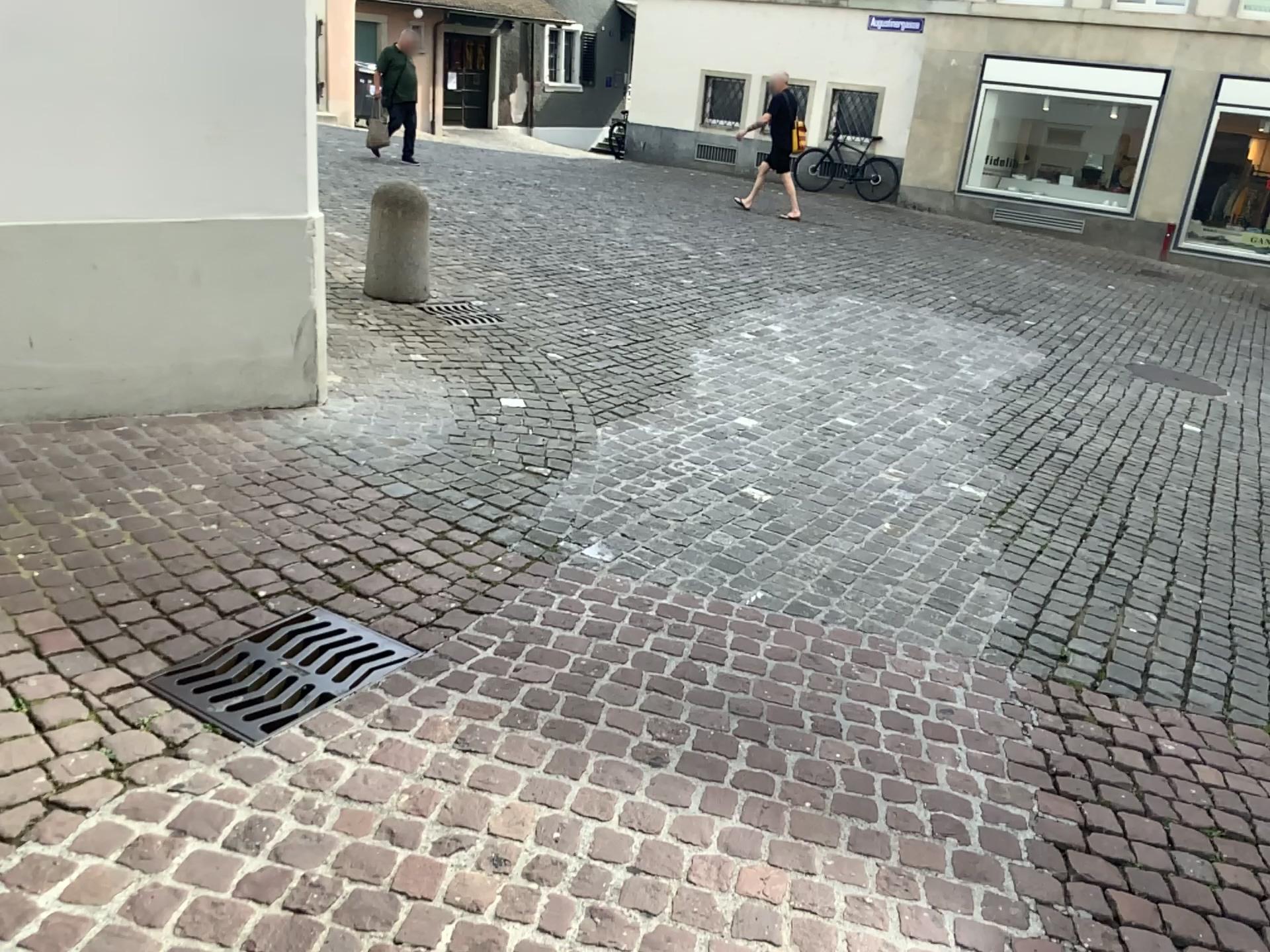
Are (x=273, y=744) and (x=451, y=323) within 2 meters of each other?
no

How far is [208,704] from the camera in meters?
2.4

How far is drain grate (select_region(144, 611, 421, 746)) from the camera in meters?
2.4
